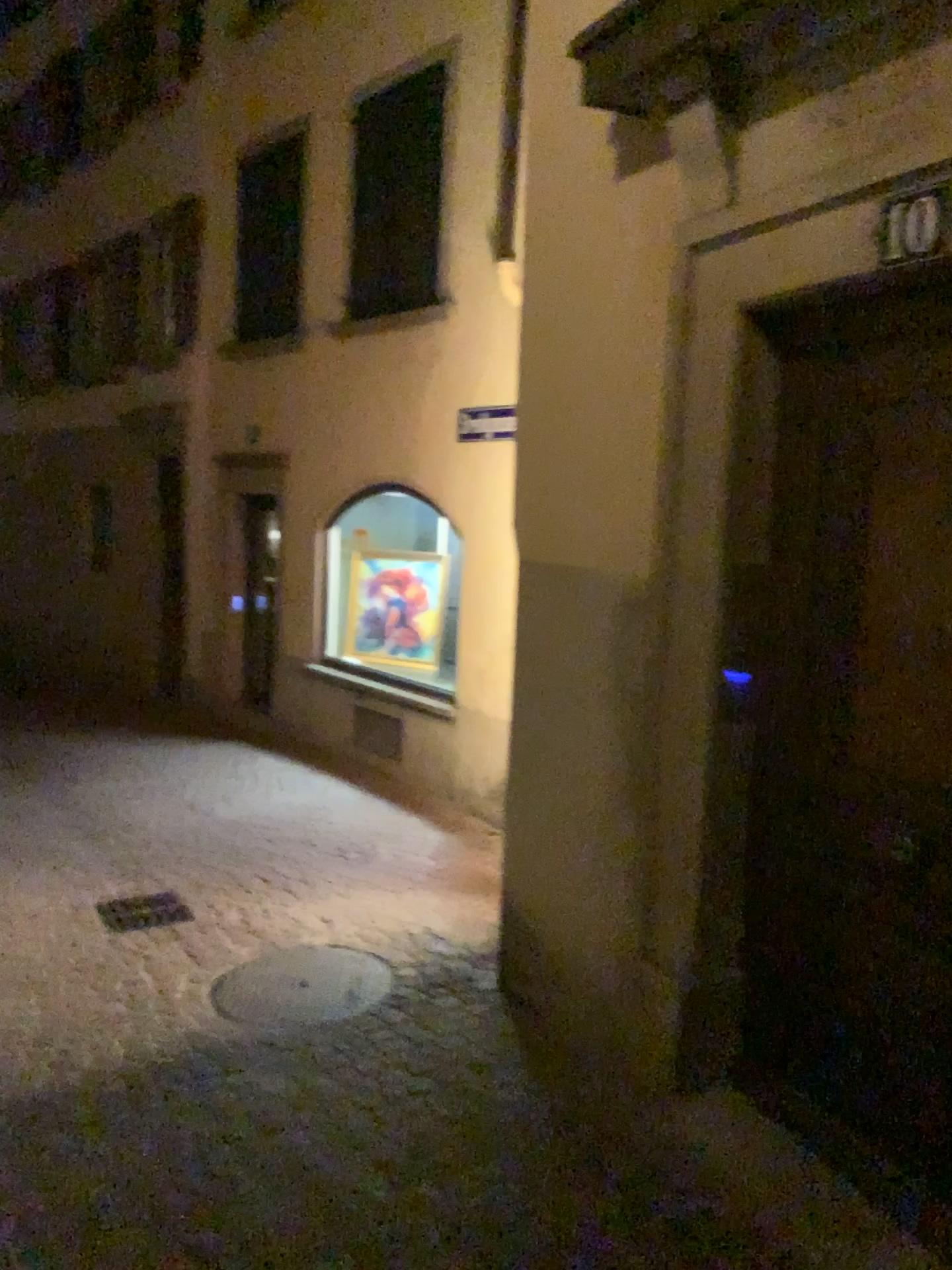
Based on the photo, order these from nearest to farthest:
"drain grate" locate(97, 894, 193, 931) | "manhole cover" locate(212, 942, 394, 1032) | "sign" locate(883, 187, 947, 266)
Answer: "sign" locate(883, 187, 947, 266) → "manhole cover" locate(212, 942, 394, 1032) → "drain grate" locate(97, 894, 193, 931)

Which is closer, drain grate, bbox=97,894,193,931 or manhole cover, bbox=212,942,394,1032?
manhole cover, bbox=212,942,394,1032

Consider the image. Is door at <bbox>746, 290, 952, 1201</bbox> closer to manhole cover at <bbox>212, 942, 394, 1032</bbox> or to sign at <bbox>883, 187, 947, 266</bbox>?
sign at <bbox>883, 187, 947, 266</bbox>

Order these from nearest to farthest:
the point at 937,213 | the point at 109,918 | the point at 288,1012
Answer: the point at 937,213
the point at 288,1012
the point at 109,918

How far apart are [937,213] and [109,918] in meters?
4.3 m

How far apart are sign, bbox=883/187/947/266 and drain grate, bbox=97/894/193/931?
4.1 meters

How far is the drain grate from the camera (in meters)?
4.89

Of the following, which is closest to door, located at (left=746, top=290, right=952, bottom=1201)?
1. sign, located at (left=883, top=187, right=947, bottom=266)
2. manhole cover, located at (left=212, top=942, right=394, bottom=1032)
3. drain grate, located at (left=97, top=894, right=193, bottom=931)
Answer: sign, located at (left=883, top=187, right=947, bottom=266)

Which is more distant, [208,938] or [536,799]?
[208,938]

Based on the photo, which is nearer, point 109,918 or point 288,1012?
point 288,1012
